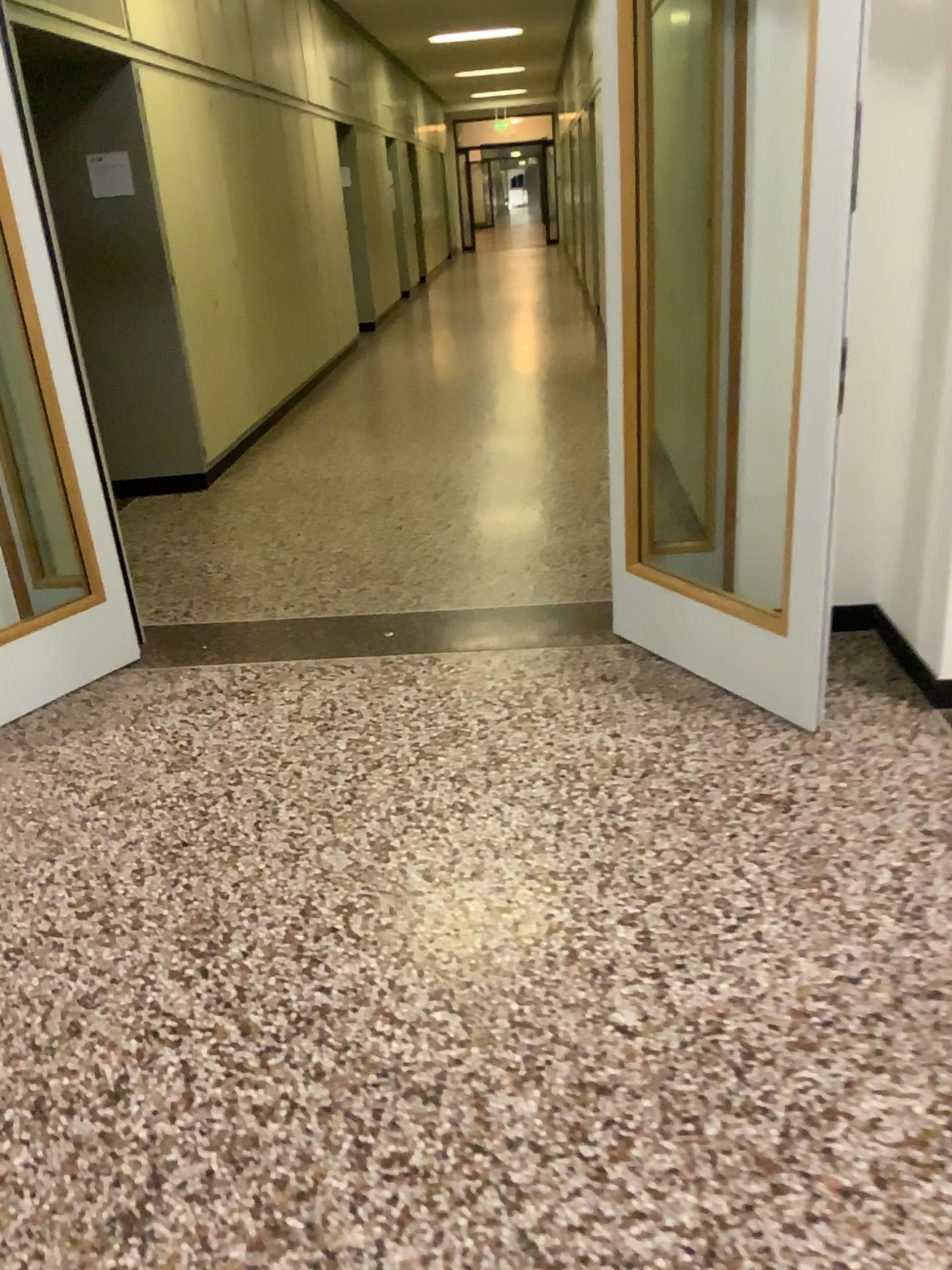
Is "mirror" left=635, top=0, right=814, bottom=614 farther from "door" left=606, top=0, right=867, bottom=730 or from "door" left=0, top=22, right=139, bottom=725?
"door" left=0, top=22, right=139, bottom=725

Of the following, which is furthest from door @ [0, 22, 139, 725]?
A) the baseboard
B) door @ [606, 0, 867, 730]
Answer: the baseboard

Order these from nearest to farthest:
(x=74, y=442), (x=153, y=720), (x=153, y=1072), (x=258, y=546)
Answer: (x=153, y=1072), (x=153, y=720), (x=74, y=442), (x=258, y=546)

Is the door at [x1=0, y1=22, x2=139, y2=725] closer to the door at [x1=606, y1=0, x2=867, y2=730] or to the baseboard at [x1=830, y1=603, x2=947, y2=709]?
the door at [x1=606, y1=0, x2=867, y2=730]

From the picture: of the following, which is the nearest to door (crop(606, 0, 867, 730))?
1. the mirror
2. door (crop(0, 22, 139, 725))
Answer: the mirror

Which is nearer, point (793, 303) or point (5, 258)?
point (793, 303)

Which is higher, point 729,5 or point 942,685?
point 729,5

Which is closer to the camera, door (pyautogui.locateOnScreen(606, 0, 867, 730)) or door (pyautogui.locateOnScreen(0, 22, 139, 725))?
door (pyautogui.locateOnScreen(606, 0, 867, 730))

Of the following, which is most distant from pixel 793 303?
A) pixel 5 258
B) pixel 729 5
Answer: pixel 5 258
